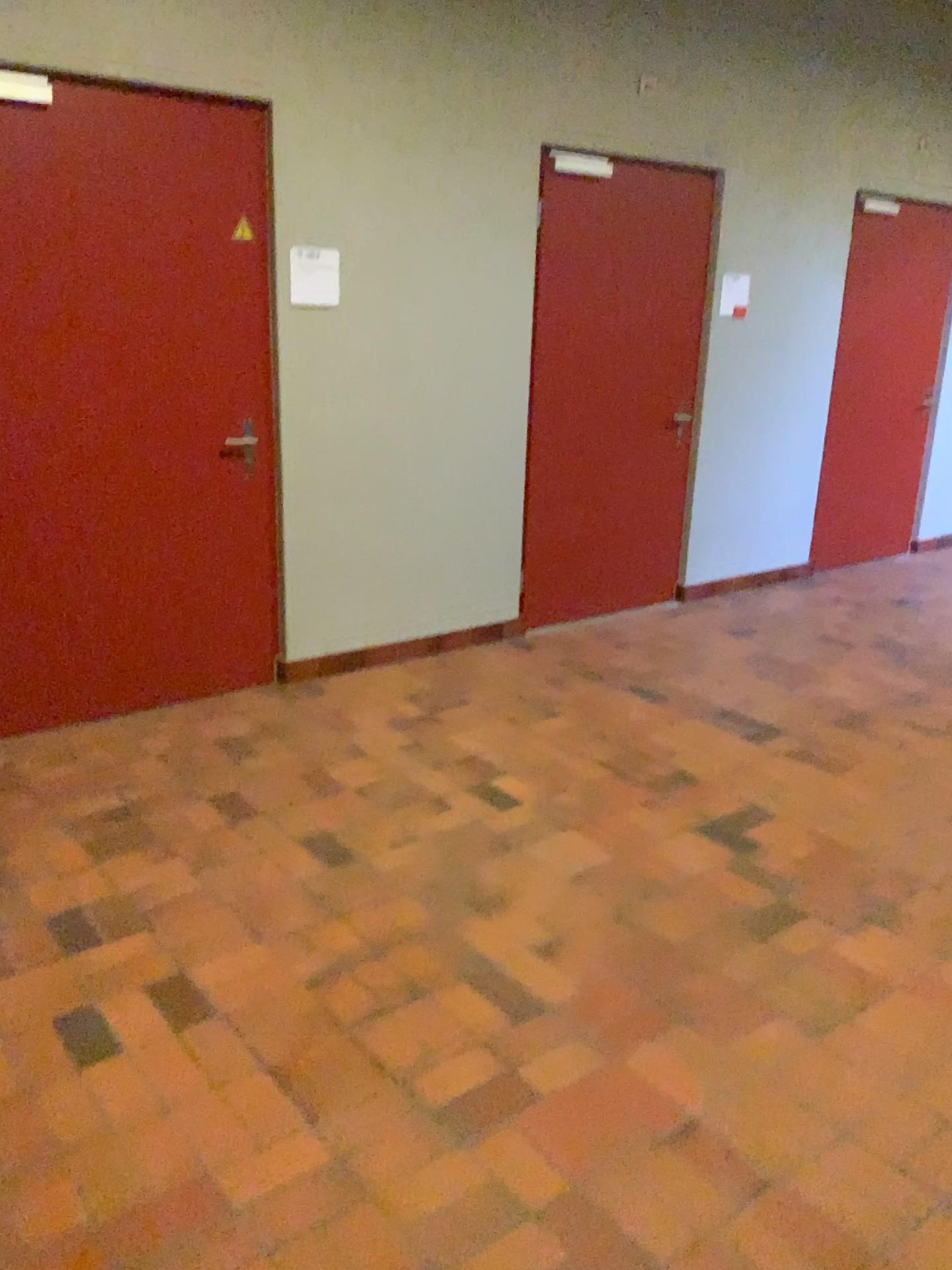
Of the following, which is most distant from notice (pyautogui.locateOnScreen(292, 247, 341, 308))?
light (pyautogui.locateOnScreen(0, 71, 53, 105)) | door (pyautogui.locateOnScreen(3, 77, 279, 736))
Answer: light (pyautogui.locateOnScreen(0, 71, 53, 105))

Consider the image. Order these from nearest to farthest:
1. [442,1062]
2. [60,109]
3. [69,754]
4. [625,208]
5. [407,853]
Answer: [442,1062]
[407,853]
[60,109]
[69,754]
[625,208]

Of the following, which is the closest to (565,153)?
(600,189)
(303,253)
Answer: (600,189)

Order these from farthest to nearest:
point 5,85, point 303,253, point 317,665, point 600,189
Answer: point 600,189
point 317,665
point 303,253
point 5,85

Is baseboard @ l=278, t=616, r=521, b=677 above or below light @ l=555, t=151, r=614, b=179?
below

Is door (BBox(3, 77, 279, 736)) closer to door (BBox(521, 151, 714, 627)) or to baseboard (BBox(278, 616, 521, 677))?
baseboard (BBox(278, 616, 521, 677))

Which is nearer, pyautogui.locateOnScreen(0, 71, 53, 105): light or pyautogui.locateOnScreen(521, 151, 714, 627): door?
pyautogui.locateOnScreen(0, 71, 53, 105): light

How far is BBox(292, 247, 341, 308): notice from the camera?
4.0m

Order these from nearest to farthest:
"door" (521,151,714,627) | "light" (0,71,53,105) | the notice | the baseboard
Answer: "light" (0,71,53,105) < the notice < the baseboard < "door" (521,151,714,627)

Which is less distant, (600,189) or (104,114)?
(104,114)
